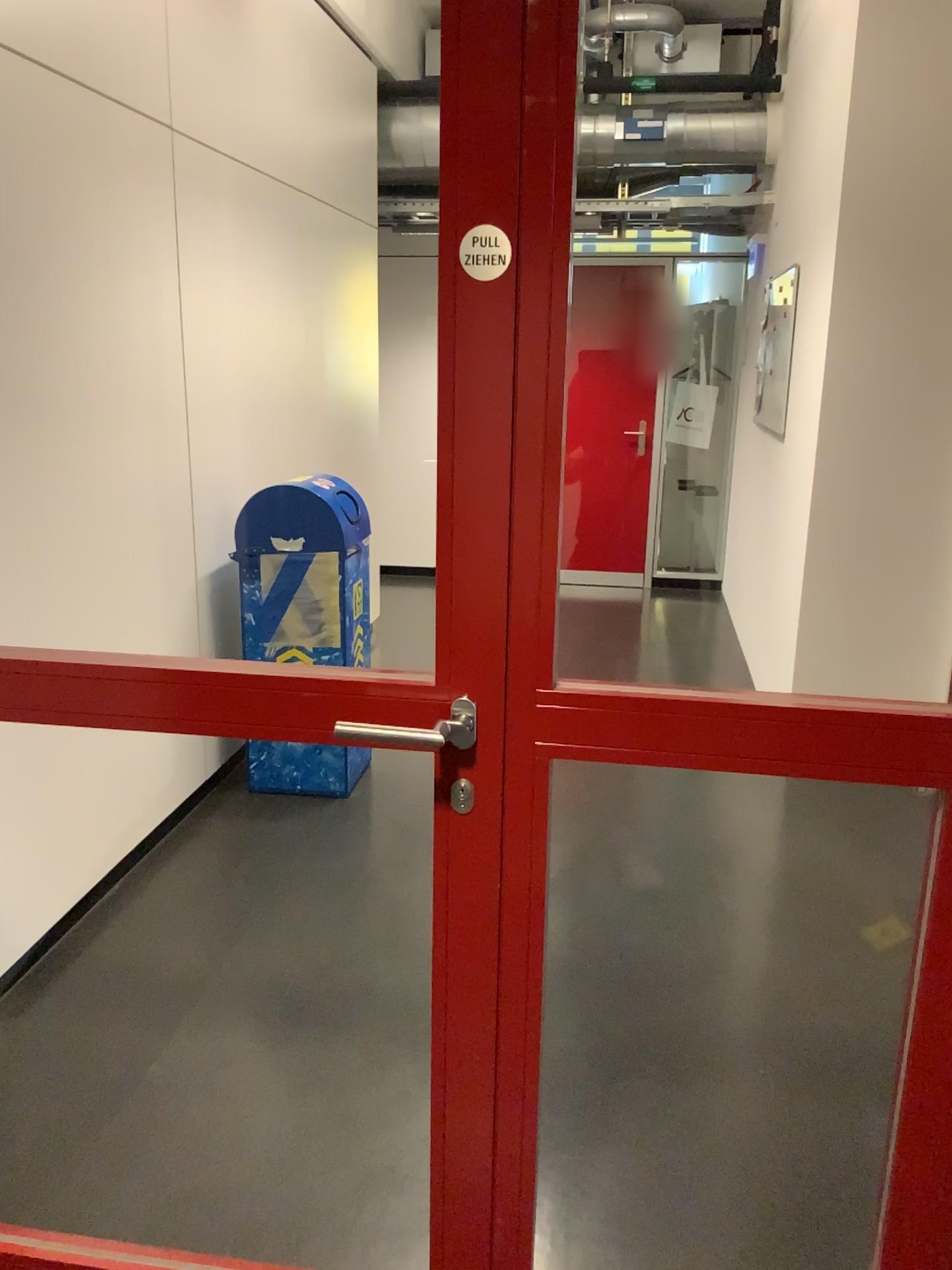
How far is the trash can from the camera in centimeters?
354cm

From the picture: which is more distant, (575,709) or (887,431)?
(887,431)

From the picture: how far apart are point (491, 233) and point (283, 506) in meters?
2.4

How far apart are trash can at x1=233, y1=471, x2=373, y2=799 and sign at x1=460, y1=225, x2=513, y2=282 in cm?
240

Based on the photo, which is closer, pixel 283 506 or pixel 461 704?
pixel 461 704

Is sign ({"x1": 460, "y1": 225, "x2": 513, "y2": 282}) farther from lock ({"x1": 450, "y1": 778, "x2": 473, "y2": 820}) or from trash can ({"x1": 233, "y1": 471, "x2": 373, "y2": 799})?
trash can ({"x1": 233, "y1": 471, "x2": 373, "y2": 799})

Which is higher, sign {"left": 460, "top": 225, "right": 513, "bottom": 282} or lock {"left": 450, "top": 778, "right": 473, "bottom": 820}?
sign {"left": 460, "top": 225, "right": 513, "bottom": 282}

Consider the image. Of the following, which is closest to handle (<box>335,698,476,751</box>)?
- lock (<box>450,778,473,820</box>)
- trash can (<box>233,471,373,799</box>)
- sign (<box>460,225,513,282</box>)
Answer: lock (<box>450,778,473,820</box>)

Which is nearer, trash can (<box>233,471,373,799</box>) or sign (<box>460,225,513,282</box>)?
sign (<box>460,225,513,282</box>)

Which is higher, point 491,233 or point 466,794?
point 491,233
